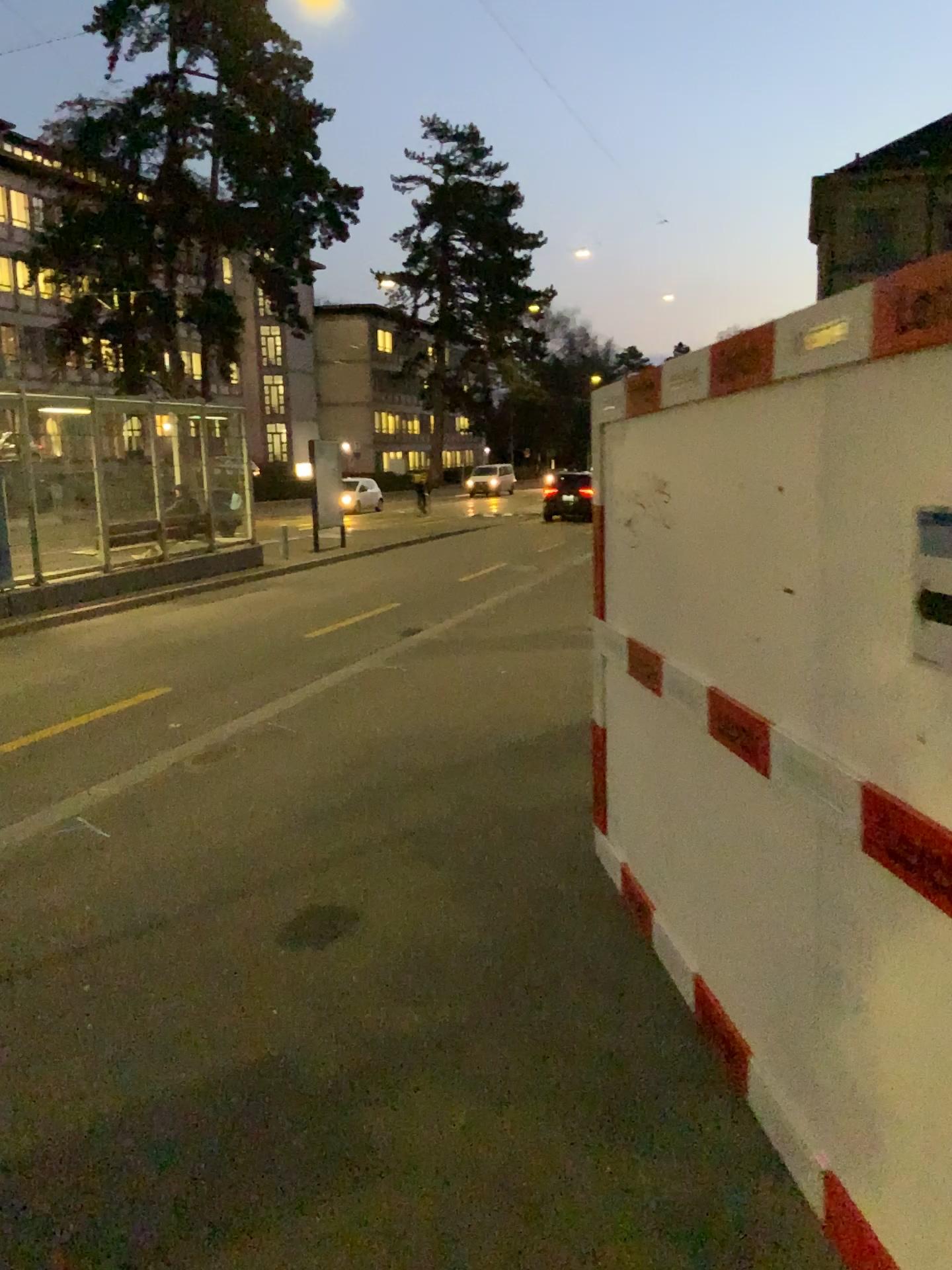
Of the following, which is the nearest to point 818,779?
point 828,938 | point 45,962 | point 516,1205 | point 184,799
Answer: point 828,938

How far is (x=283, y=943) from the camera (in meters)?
4.02

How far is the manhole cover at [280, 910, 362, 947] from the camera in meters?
4.0
